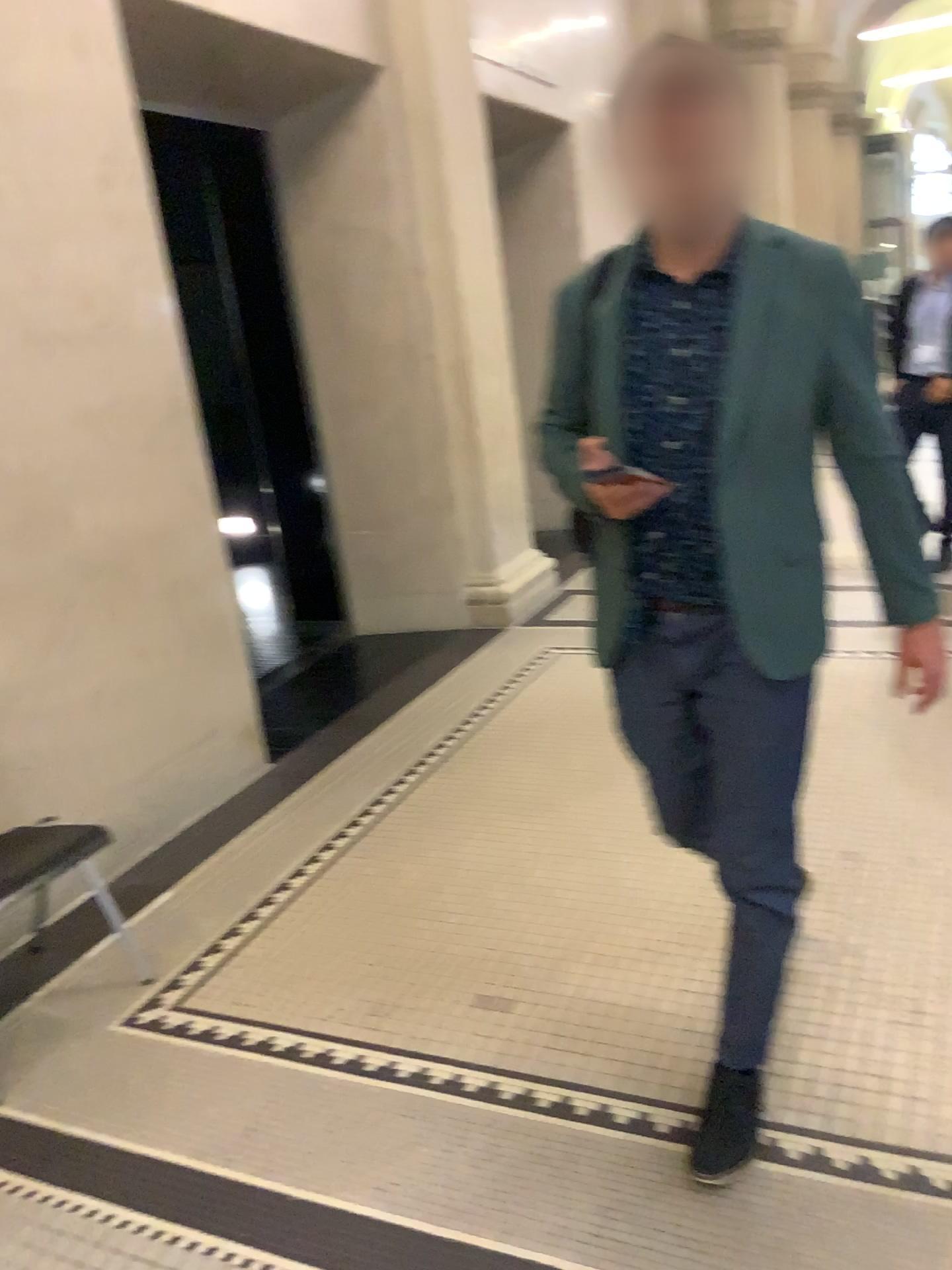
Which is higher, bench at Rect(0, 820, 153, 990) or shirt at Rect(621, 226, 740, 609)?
shirt at Rect(621, 226, 740, 609)

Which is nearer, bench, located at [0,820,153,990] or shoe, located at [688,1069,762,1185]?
shoe, located at [688,1069,762,1185]

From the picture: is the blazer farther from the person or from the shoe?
the shoe

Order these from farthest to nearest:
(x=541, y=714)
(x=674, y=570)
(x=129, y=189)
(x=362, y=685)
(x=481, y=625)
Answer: (x=481, y=625), (x=362, y=685), (x=541, y=714), (x=129, y=189), (x=674, y=570)

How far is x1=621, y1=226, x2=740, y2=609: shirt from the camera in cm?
175

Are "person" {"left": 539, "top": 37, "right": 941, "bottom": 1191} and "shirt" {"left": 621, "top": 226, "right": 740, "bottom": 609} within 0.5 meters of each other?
yes

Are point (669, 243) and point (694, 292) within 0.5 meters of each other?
yes

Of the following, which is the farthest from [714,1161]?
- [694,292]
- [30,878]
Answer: [30,878]

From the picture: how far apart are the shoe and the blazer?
0.78m

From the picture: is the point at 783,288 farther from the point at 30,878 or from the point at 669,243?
the point at 30,878
